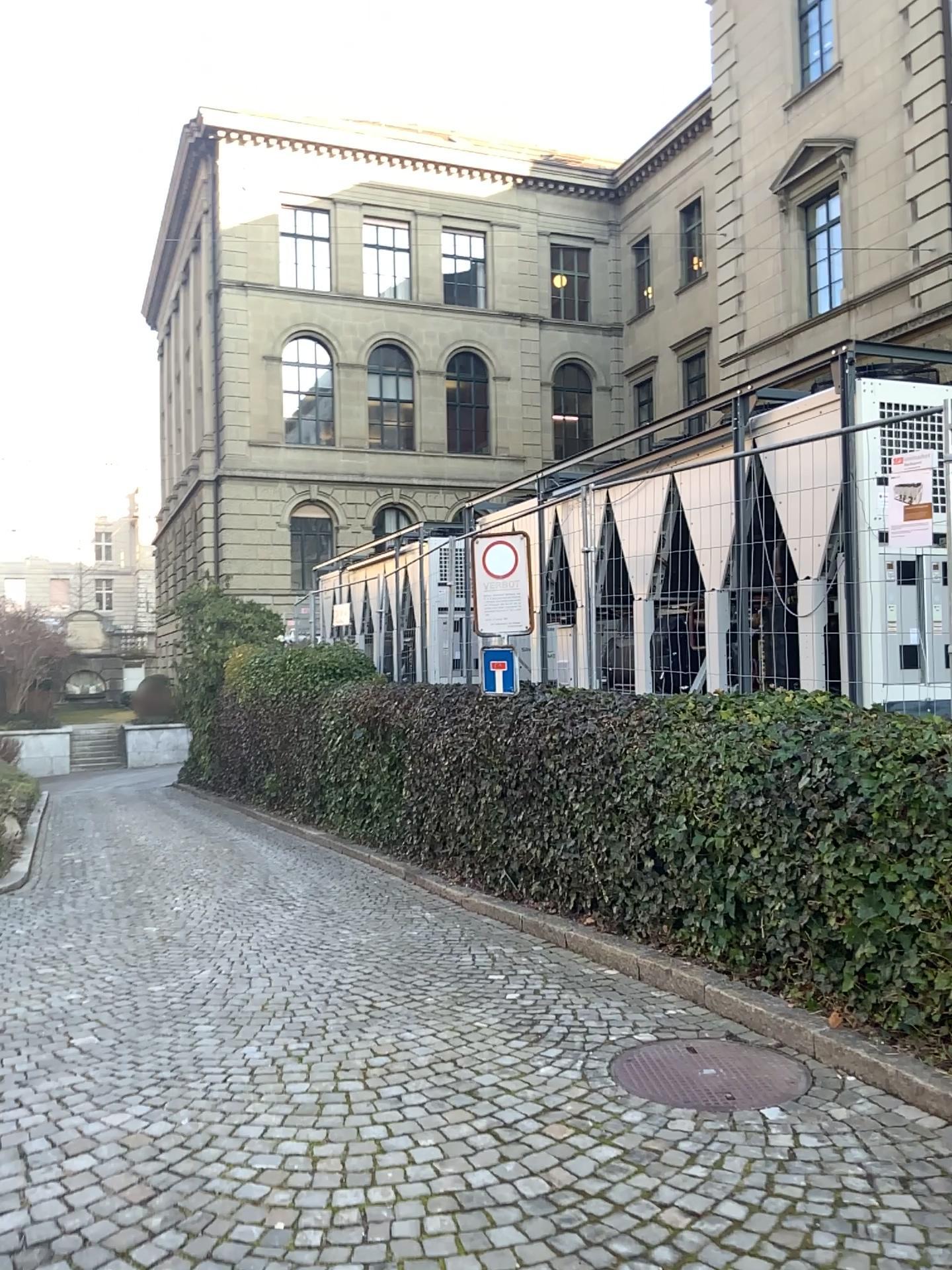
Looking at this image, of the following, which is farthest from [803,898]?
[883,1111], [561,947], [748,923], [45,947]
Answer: [45,947]
